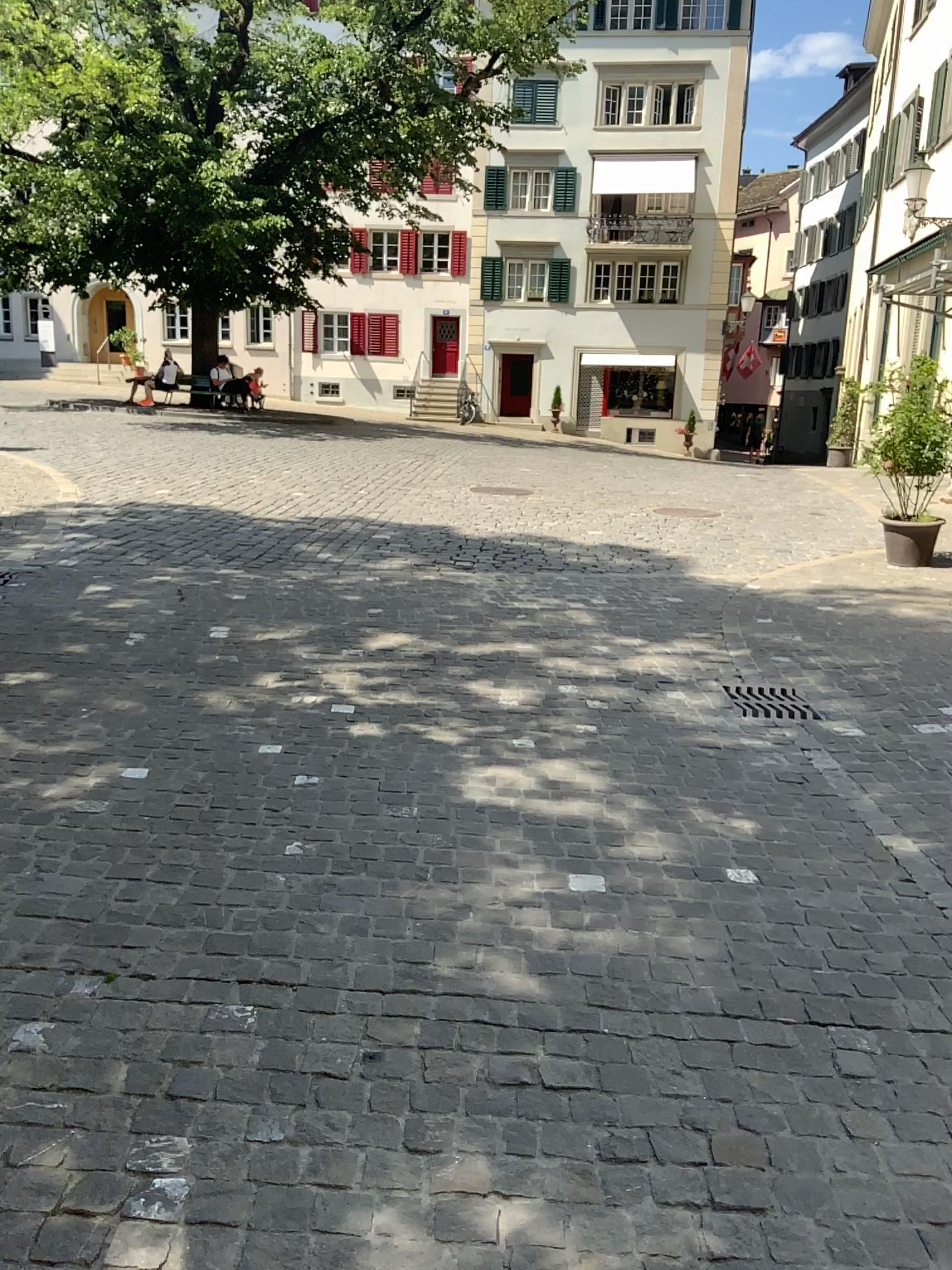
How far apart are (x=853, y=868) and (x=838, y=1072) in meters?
1.1 m
